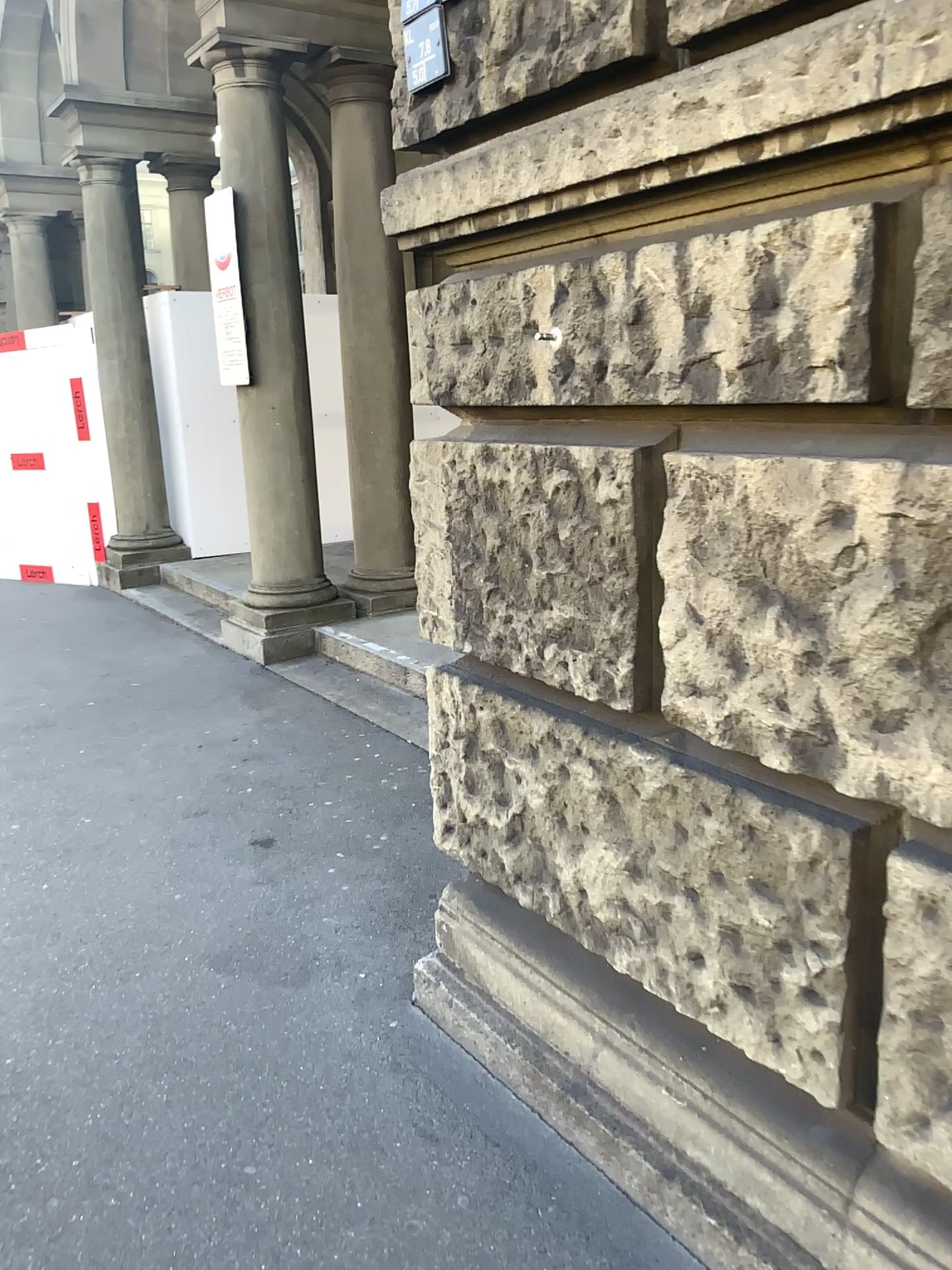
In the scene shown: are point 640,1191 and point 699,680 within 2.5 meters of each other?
yes
